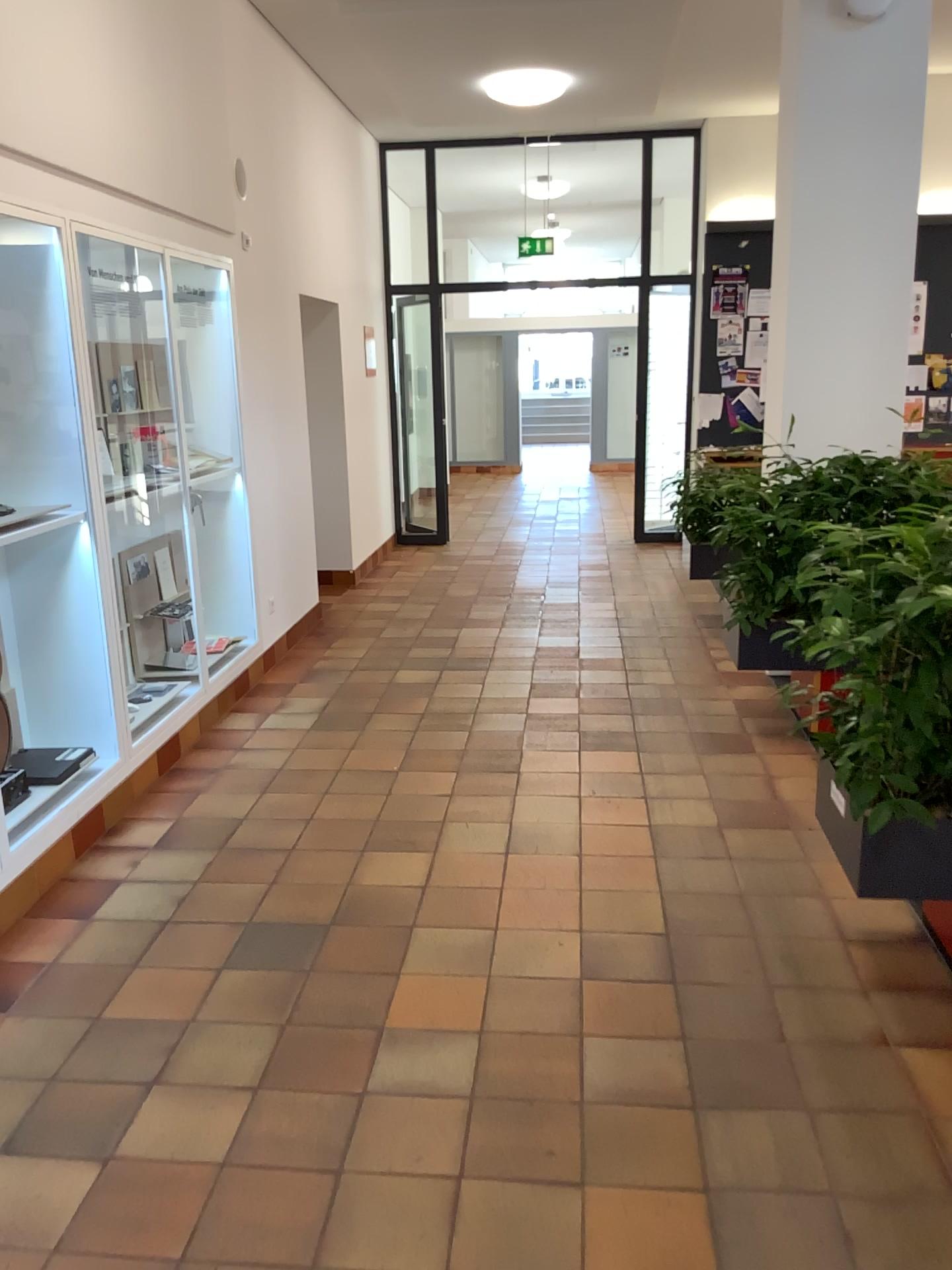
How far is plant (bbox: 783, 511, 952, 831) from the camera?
2.4m

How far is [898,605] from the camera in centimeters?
243cm

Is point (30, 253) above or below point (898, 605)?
above

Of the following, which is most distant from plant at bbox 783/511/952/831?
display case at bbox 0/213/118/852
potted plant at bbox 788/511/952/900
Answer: display case at bbox 0/213/118/852

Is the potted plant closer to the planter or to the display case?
the planter

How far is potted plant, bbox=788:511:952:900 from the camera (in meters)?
2.43

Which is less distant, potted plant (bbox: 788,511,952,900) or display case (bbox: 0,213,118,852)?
potted plant (bbox: 788,511,952,900)

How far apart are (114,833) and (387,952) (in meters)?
1.33

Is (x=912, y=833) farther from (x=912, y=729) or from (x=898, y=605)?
(x=898, y=605)
